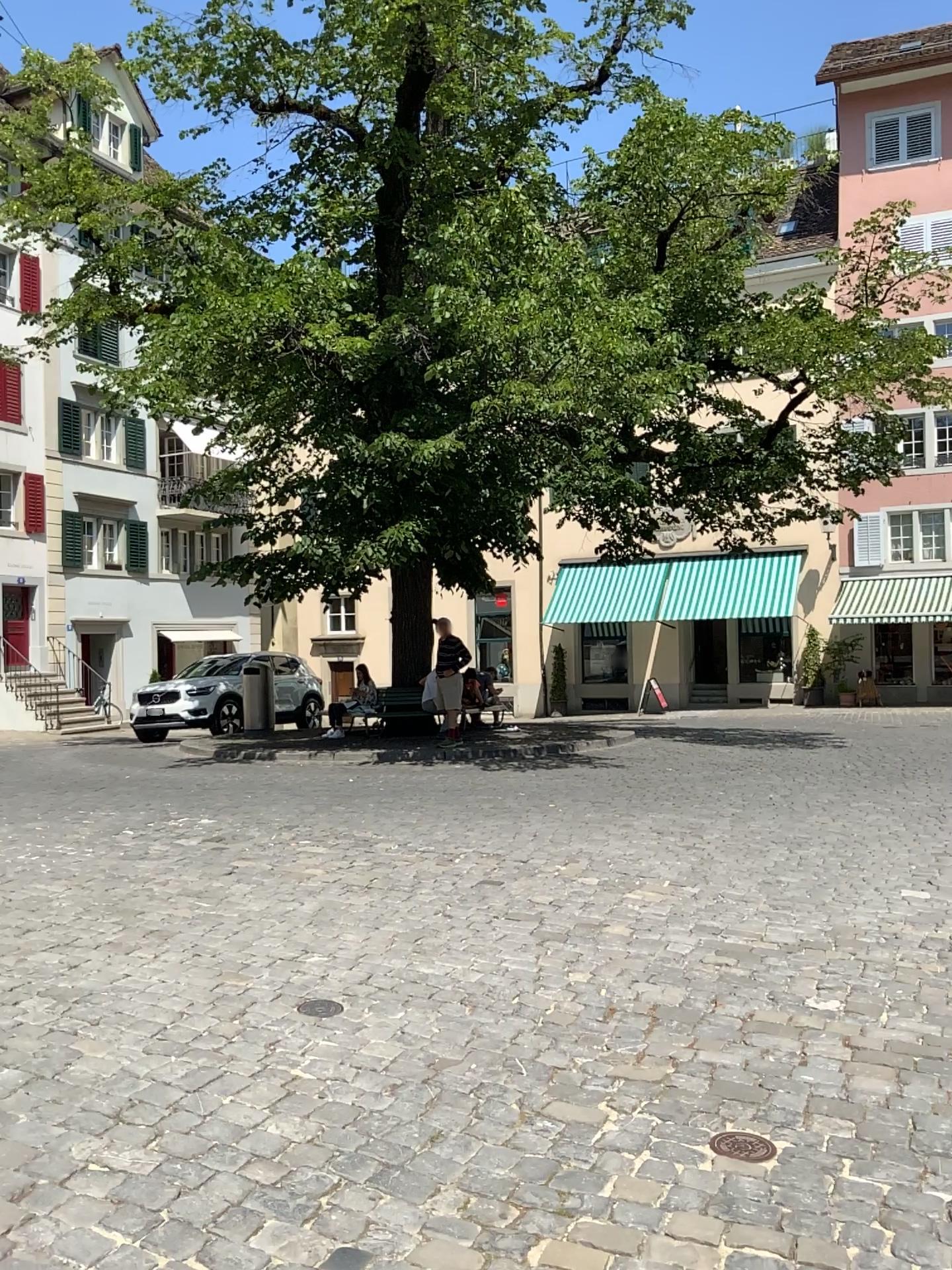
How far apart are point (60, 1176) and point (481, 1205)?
A: 1.1 meters
